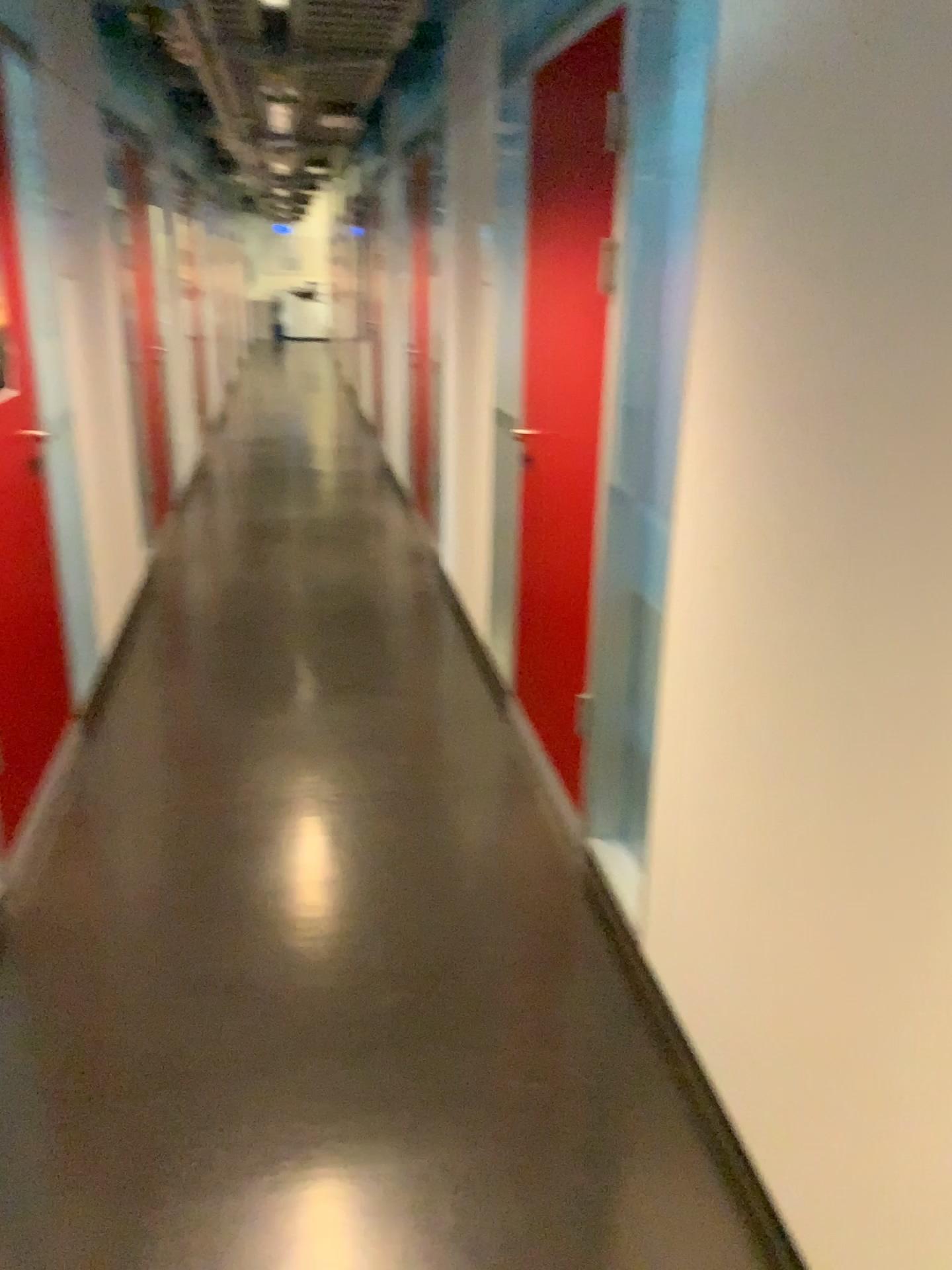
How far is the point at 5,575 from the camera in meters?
2.5

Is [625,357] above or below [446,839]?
above

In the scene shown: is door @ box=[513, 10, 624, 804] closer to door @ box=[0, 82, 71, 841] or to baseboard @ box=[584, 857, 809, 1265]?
baseboard @ box=[584, 857, 809, 1265]

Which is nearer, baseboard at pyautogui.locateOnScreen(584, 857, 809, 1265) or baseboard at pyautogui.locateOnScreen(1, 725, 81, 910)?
baseboard at pyautogui.locateOnScreen(584, 857, 809, 1265)

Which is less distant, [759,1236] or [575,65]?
[759,1236]

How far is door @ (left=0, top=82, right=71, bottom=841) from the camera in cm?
254

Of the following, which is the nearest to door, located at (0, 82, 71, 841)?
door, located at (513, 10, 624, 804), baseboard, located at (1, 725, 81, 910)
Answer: baseboard, located at (1, 725, 81, 910)

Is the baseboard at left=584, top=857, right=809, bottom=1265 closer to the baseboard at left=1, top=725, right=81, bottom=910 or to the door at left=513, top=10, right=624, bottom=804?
the door at left=513, top=10, right=624, bottom=804

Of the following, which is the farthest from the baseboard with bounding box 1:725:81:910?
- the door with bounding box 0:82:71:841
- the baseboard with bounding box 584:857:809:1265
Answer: the baseboard with bounding box 584:857:809:1265

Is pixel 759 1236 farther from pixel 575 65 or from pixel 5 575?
pixel 575 65
